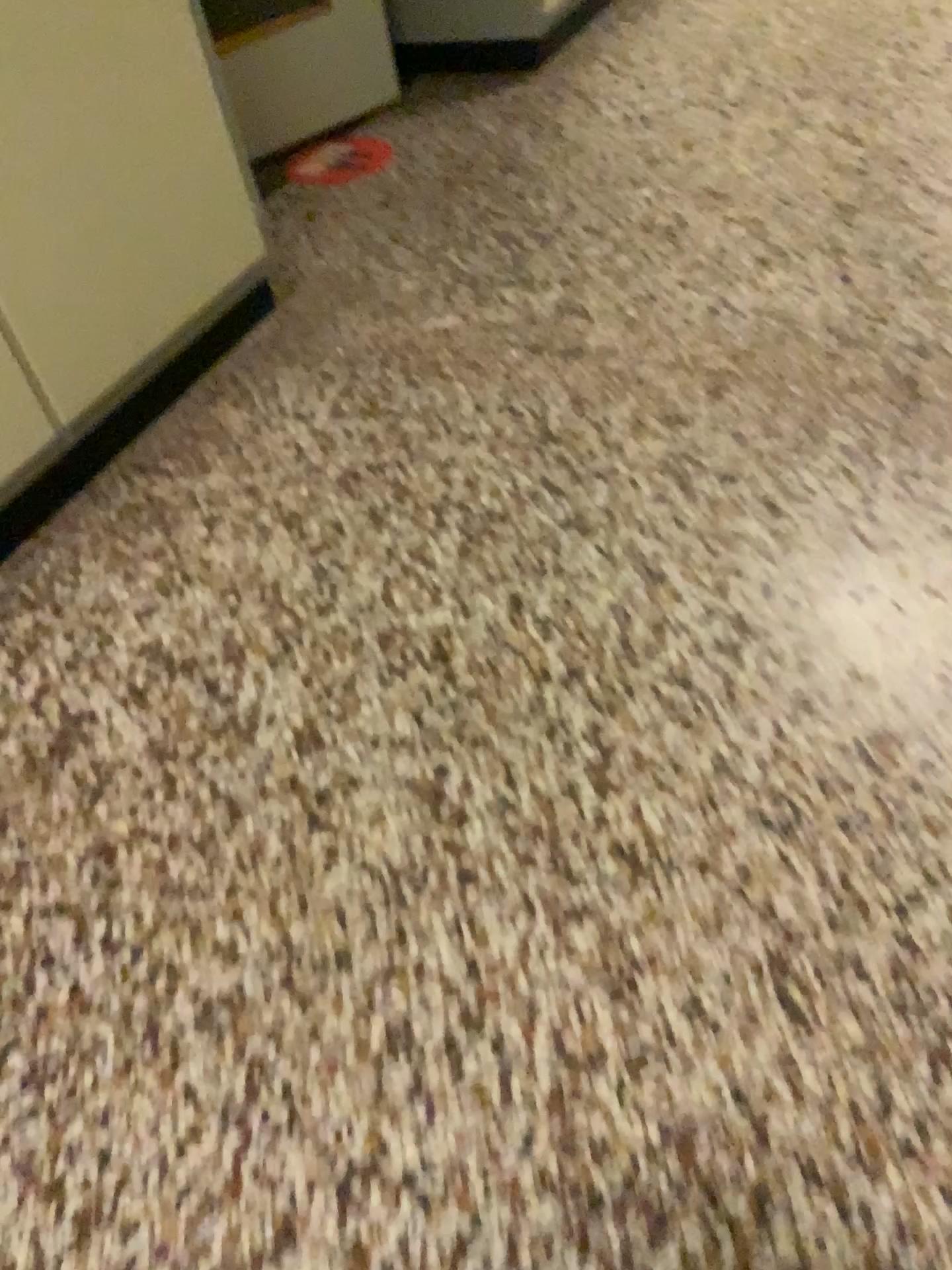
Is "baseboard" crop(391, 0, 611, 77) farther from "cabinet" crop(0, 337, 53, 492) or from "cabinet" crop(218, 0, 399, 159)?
"cabinet" crop(0, 337, 53, 492)

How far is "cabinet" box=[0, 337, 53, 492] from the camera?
1.7 meters

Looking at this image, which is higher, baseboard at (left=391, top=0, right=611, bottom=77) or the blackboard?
the blackboard

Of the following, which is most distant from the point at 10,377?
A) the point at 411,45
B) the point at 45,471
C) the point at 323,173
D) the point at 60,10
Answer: the point at 411,45

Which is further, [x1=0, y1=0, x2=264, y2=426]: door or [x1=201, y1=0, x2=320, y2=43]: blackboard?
[x1=201, y1=0, x2=320, y2=43]: blackboard

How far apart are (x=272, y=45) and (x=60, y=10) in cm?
125

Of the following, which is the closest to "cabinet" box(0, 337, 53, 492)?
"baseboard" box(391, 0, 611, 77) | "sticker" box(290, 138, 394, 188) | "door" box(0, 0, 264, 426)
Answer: "door" box(0, 0, 264, 426)

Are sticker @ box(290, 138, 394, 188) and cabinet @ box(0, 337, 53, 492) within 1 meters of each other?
no

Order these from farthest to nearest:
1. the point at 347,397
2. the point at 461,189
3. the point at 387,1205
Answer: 1. the point at 461,189
2. the point at 347,397
3. the point at 387,1205

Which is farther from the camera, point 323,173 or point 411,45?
point 411,45
